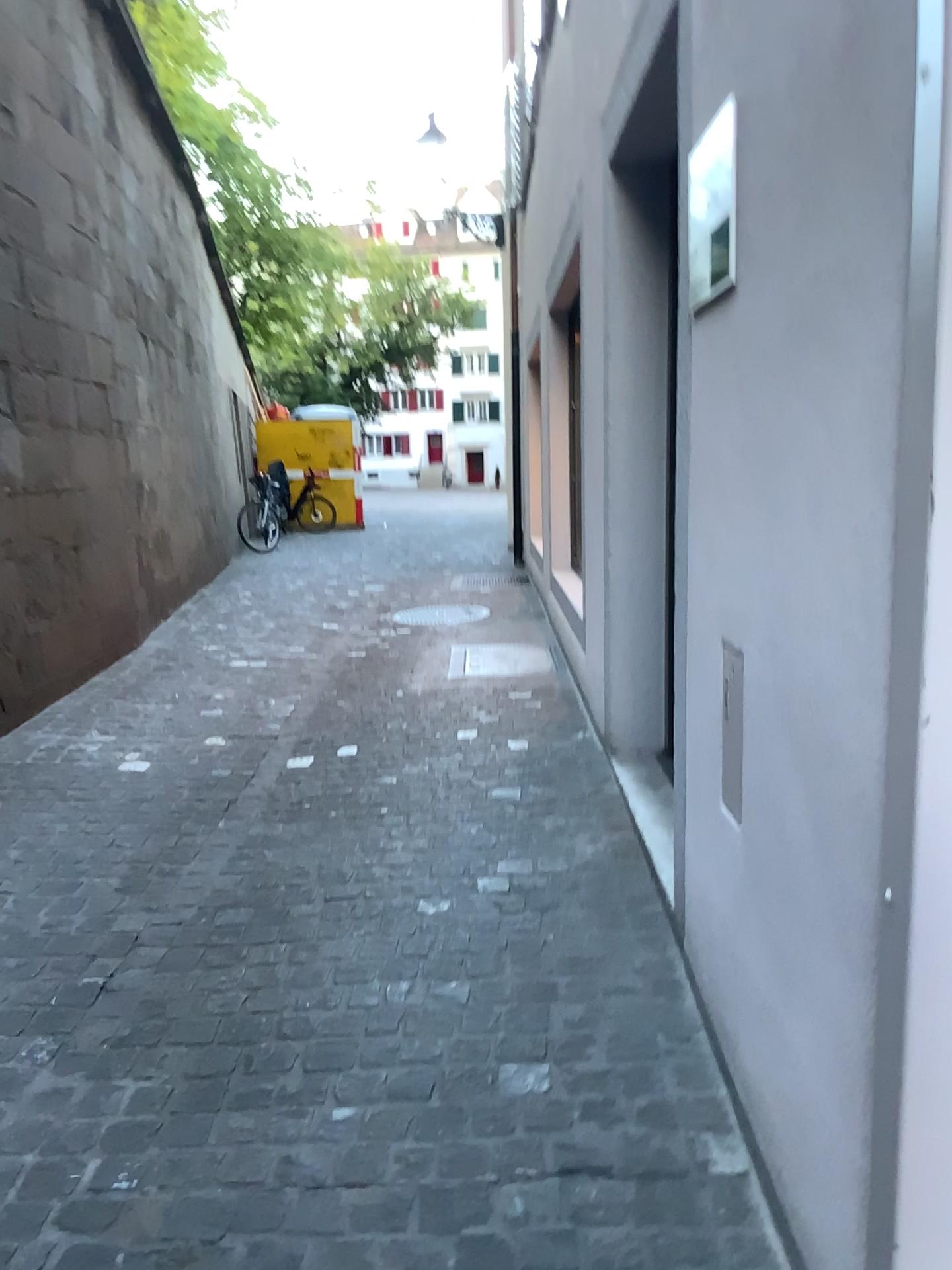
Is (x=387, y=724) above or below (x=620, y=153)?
below
